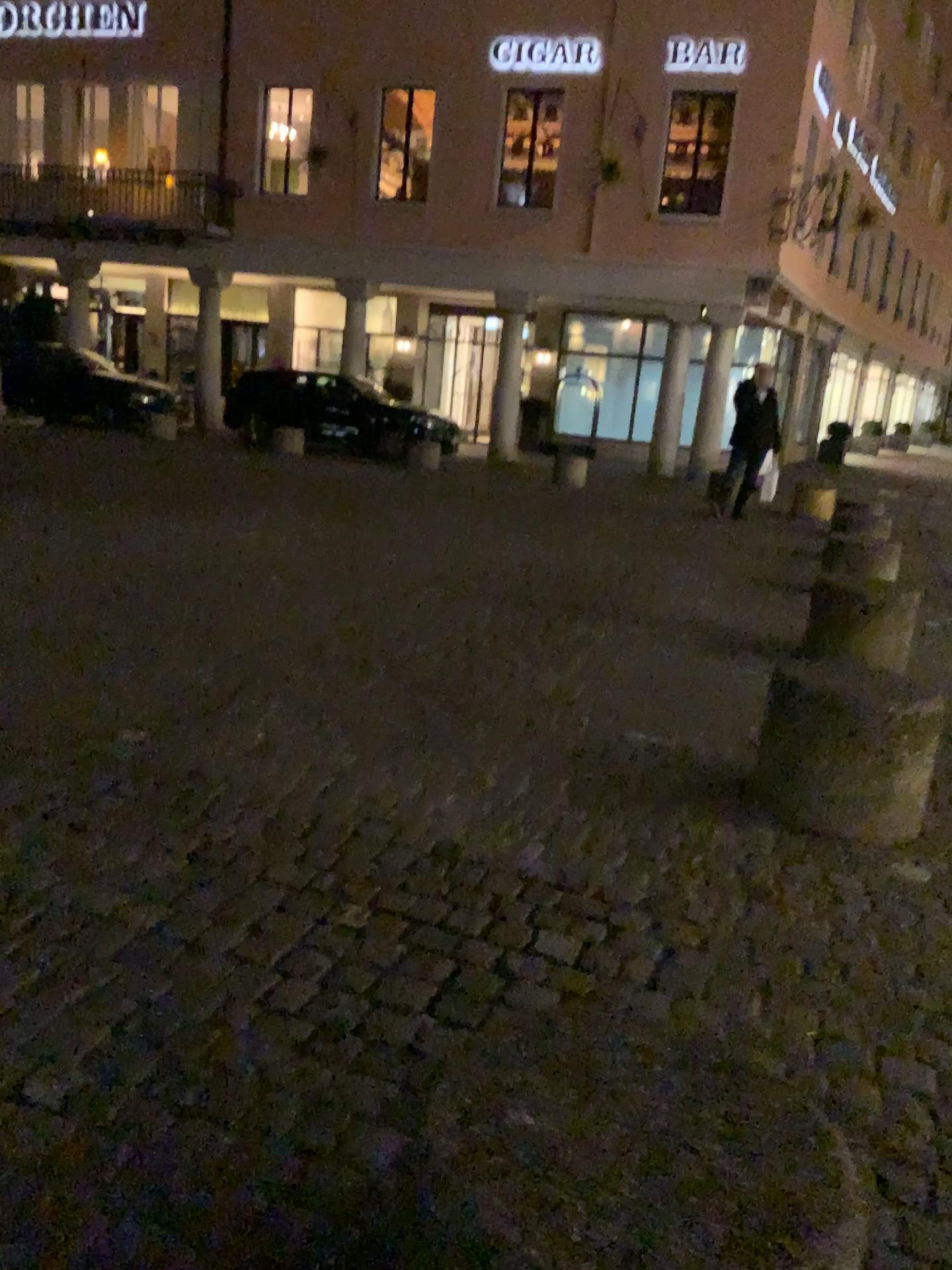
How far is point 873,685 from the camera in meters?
3.0 m

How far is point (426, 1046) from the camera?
1.3 meters

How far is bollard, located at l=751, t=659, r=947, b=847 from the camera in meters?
3.0
